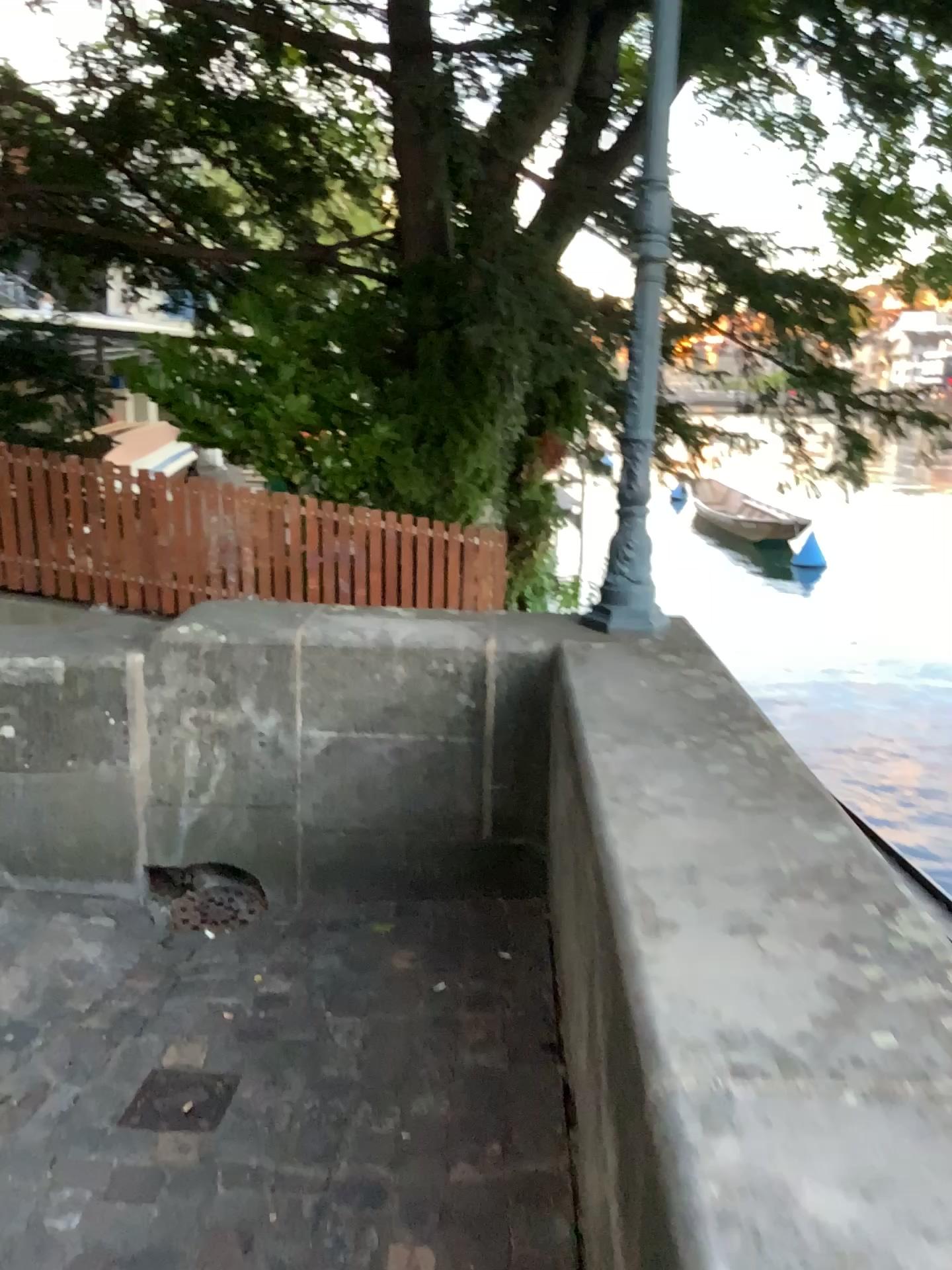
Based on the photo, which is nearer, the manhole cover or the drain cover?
the manhole cover

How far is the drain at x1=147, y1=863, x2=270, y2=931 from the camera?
3.0 meters

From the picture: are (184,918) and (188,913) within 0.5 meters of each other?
yes

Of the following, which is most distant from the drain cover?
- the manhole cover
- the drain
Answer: the manhole cover

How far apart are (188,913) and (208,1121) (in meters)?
0.94

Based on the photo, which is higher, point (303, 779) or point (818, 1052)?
point (818, 1052)

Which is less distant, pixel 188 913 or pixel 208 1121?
pixel 208 1121

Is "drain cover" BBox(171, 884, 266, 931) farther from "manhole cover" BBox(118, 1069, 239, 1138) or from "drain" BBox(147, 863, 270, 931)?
"manhole cover" BBox(118, 1069, 239, 1138)

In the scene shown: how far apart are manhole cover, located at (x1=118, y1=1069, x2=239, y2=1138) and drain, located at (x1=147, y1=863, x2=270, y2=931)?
0.72m
